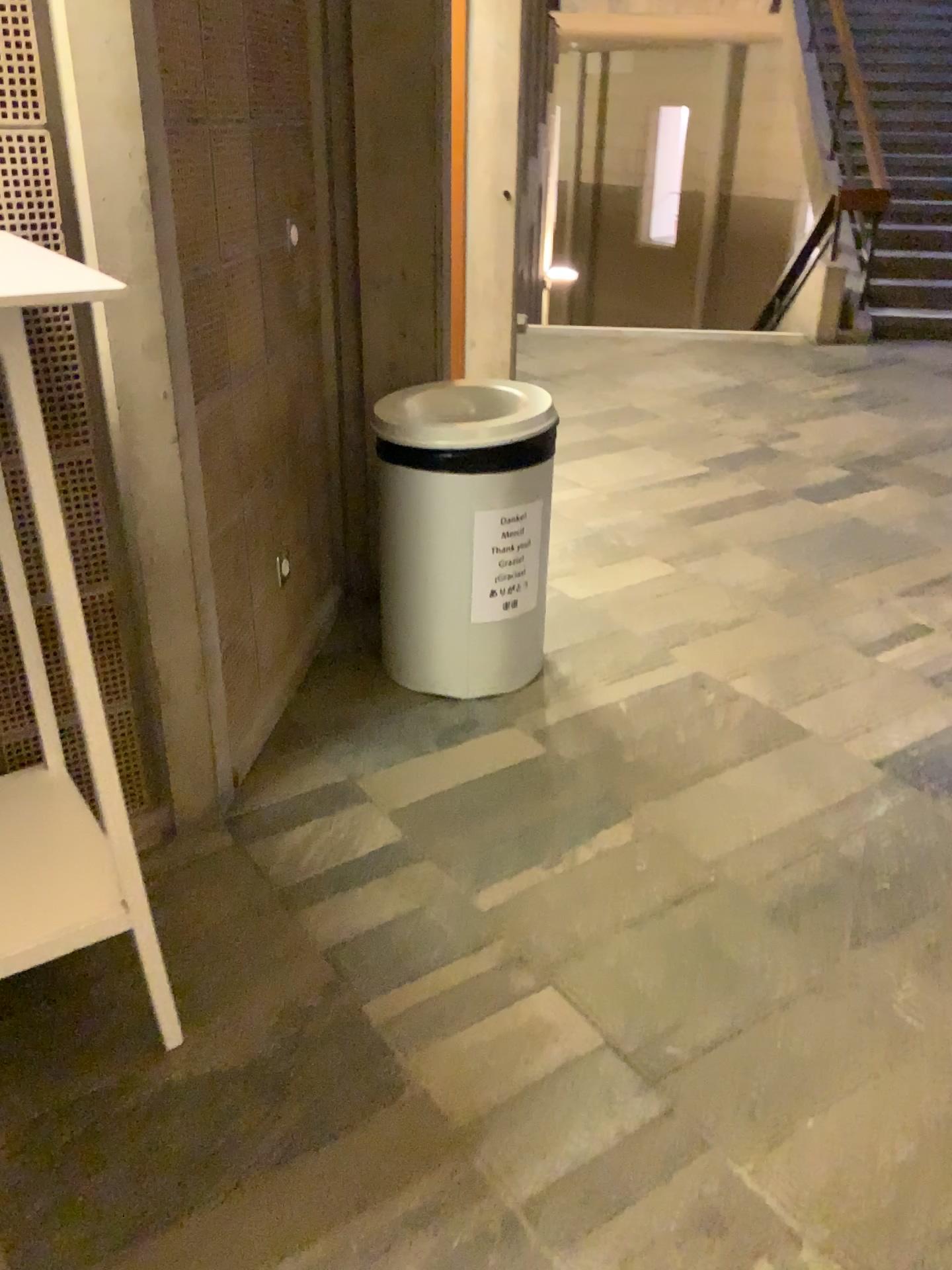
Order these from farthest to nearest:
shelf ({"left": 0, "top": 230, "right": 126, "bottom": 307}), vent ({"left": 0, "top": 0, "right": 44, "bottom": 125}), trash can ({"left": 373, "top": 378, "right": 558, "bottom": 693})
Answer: trash can ({"left": 373, "top": 378, "right": 558, "bottom": 693}) → vent ({"left": 0, "top": 0, "right": 44, "bottom": 125}) → shelf ({"left": 0, "top": 230, "right": 126, "bottom": 307})

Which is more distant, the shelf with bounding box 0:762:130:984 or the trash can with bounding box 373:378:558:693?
the trash can with bounding box 373:378:558:693

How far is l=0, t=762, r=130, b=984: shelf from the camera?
1.54m

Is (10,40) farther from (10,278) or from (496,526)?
(496,526)

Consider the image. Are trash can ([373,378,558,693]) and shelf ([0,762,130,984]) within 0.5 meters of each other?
no

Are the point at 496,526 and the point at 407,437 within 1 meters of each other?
yes

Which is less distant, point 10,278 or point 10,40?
point 10,278

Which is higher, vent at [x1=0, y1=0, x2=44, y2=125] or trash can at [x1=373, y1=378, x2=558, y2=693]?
vent at [x1=0, y1=0, x2=44, y2=125]

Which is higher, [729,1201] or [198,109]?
[198,109]

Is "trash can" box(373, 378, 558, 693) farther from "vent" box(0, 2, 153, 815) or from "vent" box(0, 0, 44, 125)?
"vent" box(0, 0, 44, 125)
